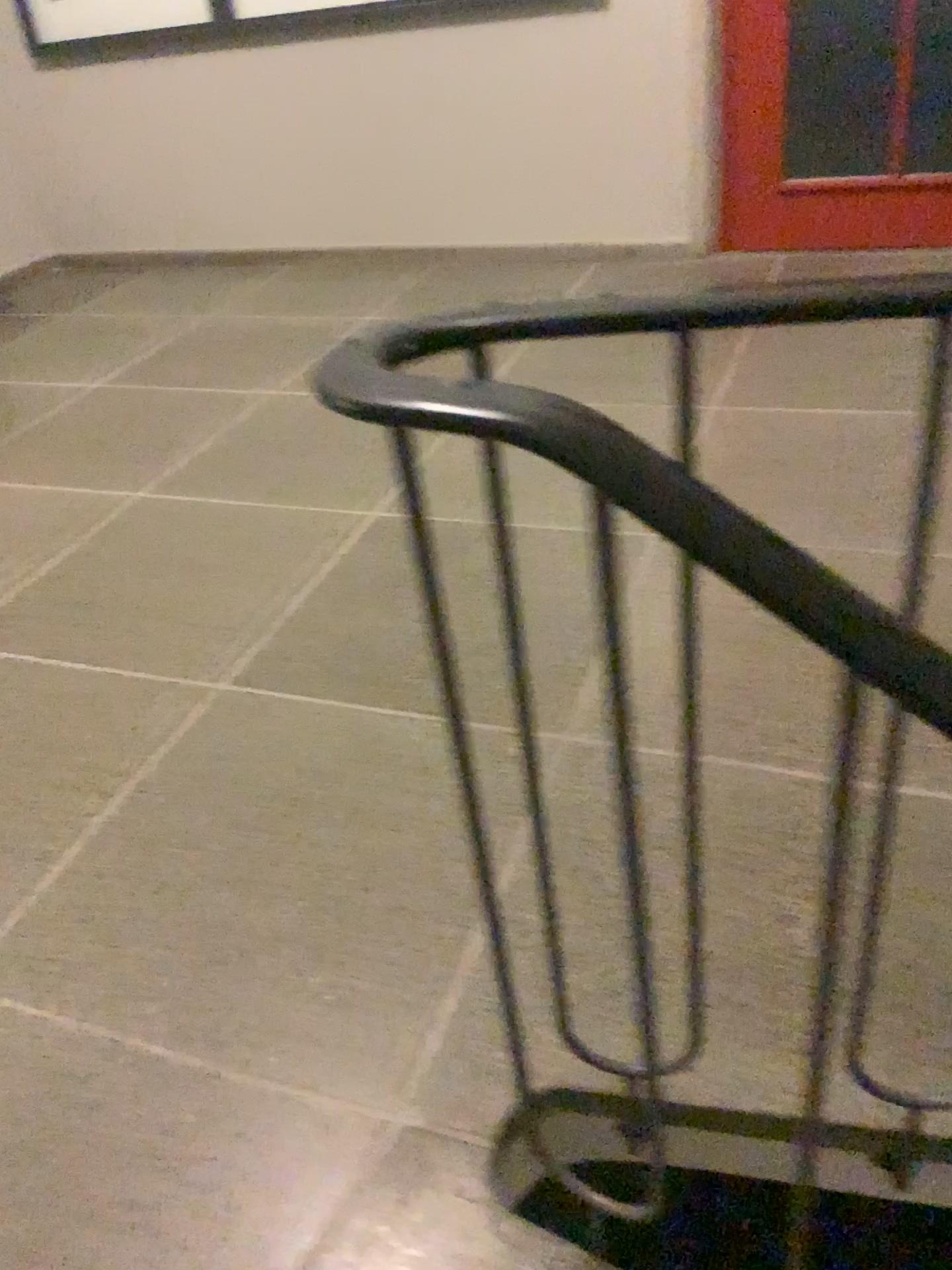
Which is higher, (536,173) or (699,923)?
(536,173)
